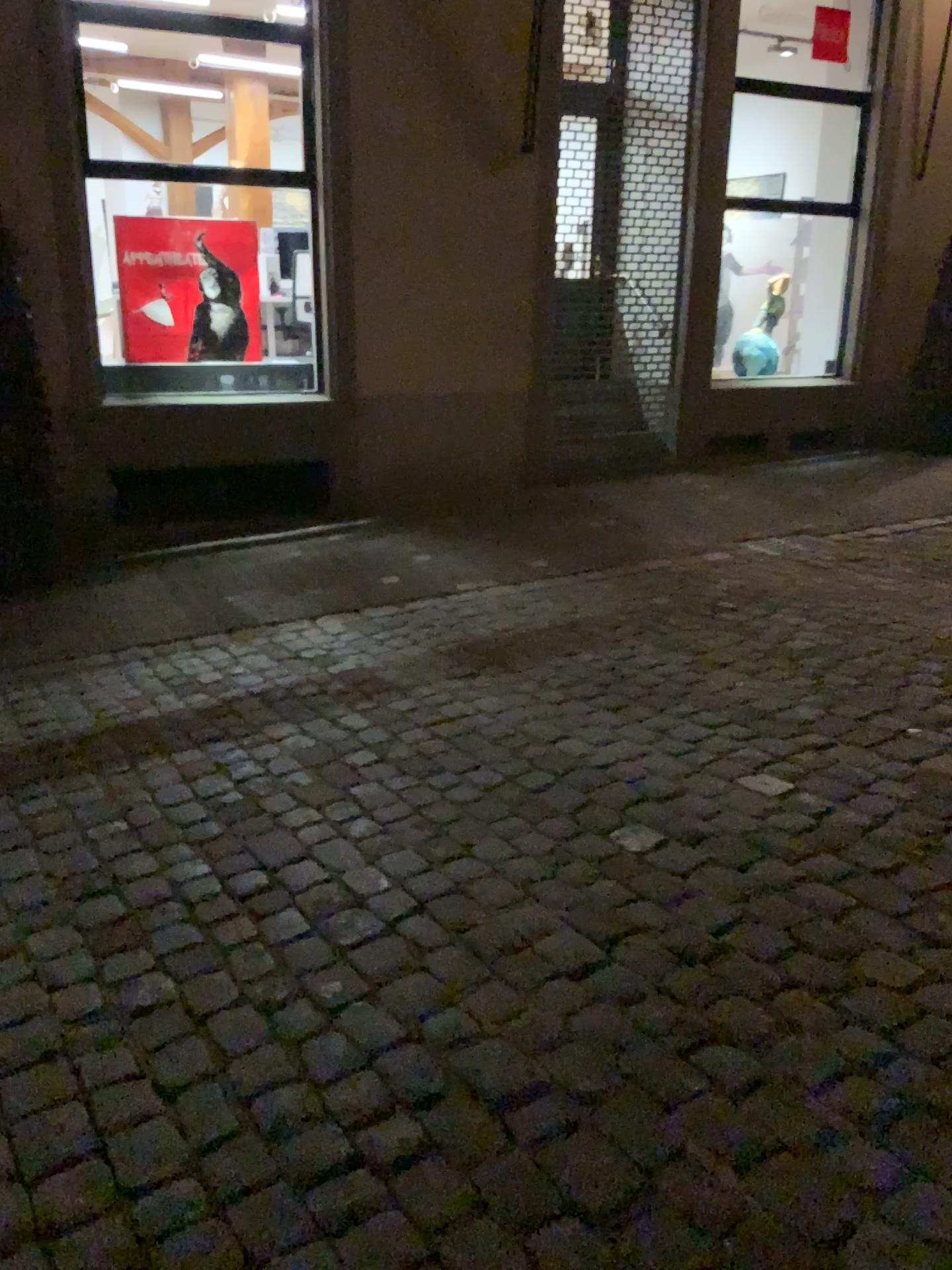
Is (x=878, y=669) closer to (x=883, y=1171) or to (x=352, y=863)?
(x=352, y=863)
